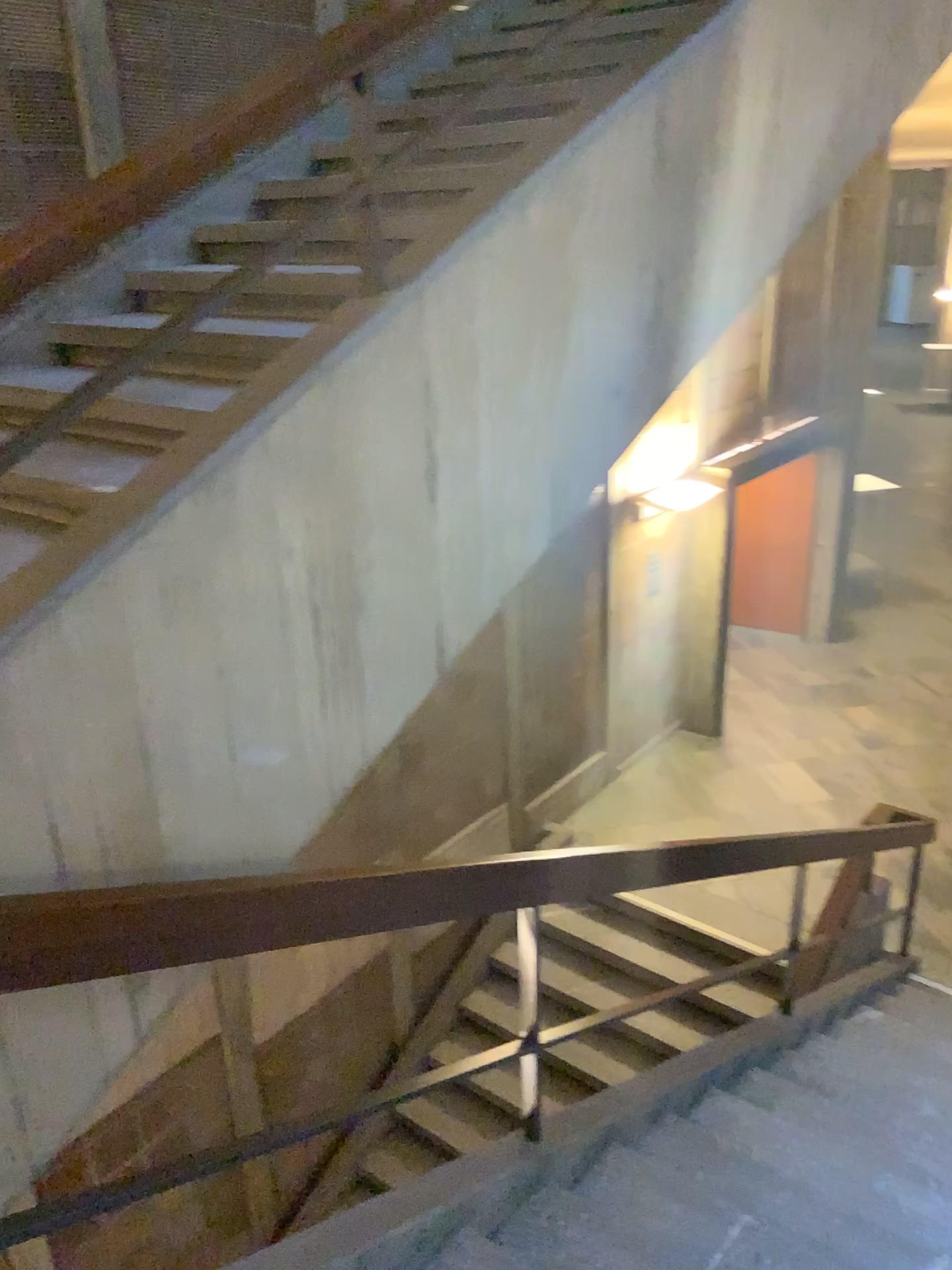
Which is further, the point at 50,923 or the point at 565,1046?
the point at 565,1046

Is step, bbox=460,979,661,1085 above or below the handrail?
below

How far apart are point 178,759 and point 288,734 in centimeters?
25cm

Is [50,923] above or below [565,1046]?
above

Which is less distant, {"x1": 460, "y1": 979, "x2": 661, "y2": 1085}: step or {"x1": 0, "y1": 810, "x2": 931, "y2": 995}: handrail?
{"x1": 0, "y1": 810, "x2": 931, "y2": 995}: handrail
